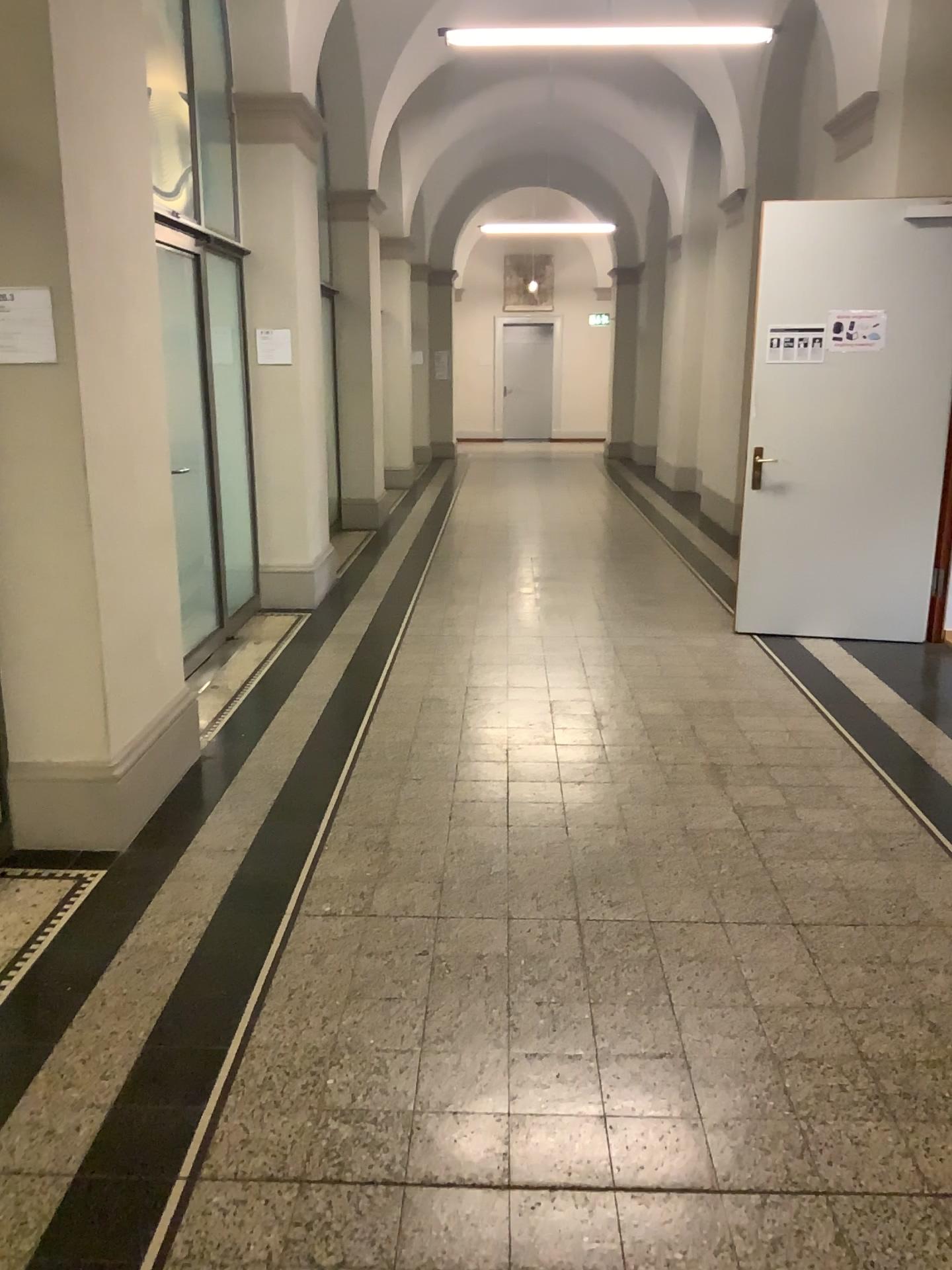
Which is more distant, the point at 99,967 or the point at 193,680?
the point at 193,680

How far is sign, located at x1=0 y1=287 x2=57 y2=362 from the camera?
3.08m

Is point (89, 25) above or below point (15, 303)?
above

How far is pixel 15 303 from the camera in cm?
308
